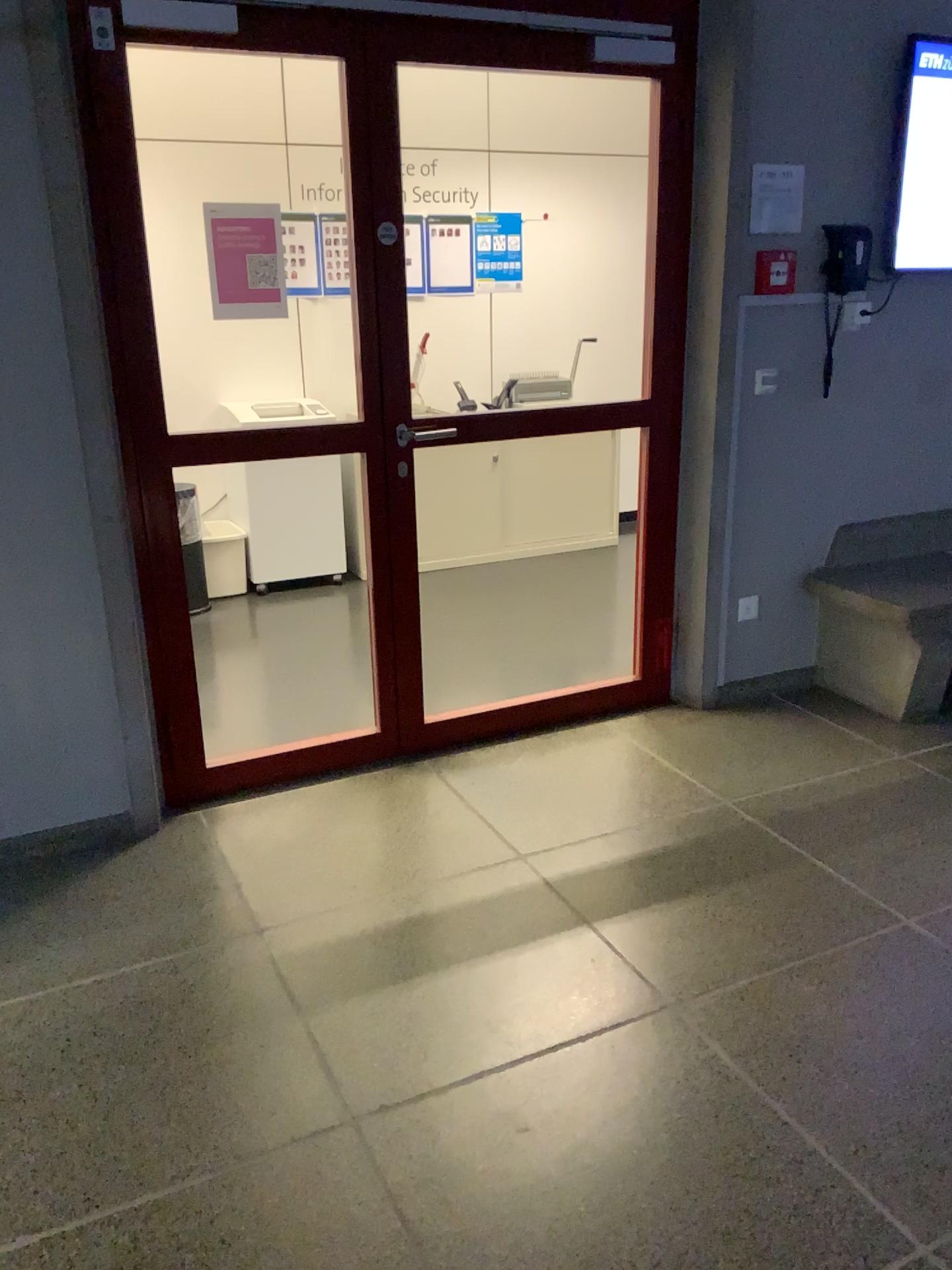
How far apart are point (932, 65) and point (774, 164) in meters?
0.6 m

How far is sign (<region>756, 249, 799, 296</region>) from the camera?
3.46m

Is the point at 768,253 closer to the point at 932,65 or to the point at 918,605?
the point at 932,65

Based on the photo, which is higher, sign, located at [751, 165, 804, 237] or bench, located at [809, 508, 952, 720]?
sign, located at [751, 165, 804, 237]

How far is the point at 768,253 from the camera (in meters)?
3.46

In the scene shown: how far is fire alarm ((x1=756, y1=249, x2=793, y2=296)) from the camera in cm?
346

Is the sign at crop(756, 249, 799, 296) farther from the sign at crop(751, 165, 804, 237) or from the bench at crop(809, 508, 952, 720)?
the bench at crop(809, 508, 952, 720)

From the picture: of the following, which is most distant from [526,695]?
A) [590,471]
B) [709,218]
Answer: [590,471]

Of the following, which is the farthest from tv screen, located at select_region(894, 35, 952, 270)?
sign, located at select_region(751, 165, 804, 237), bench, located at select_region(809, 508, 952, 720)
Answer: bench, located at select_region(809, 508, 952, 720)

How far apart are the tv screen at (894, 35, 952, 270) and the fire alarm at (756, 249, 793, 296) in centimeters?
45cm
